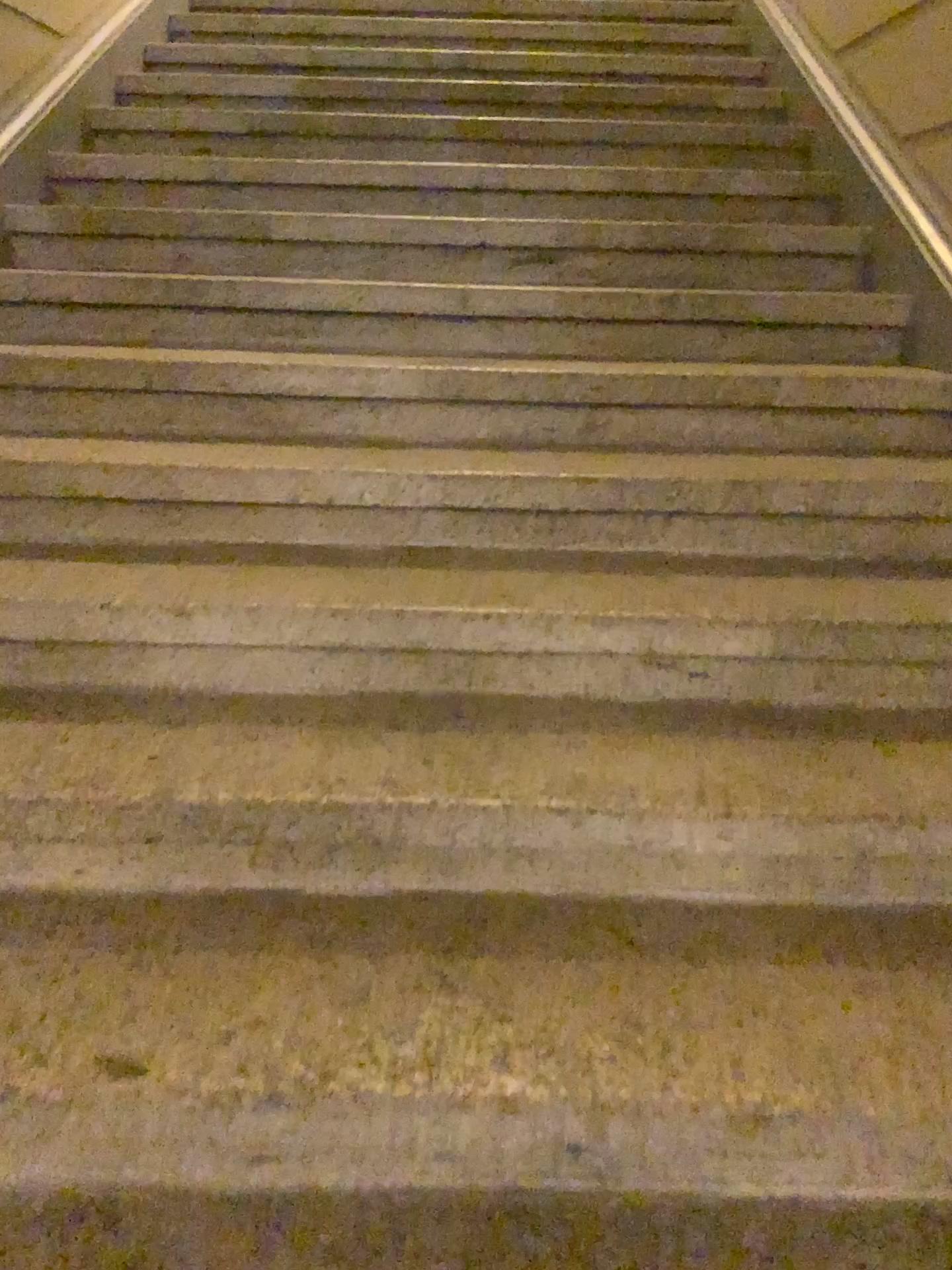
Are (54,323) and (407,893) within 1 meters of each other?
no
